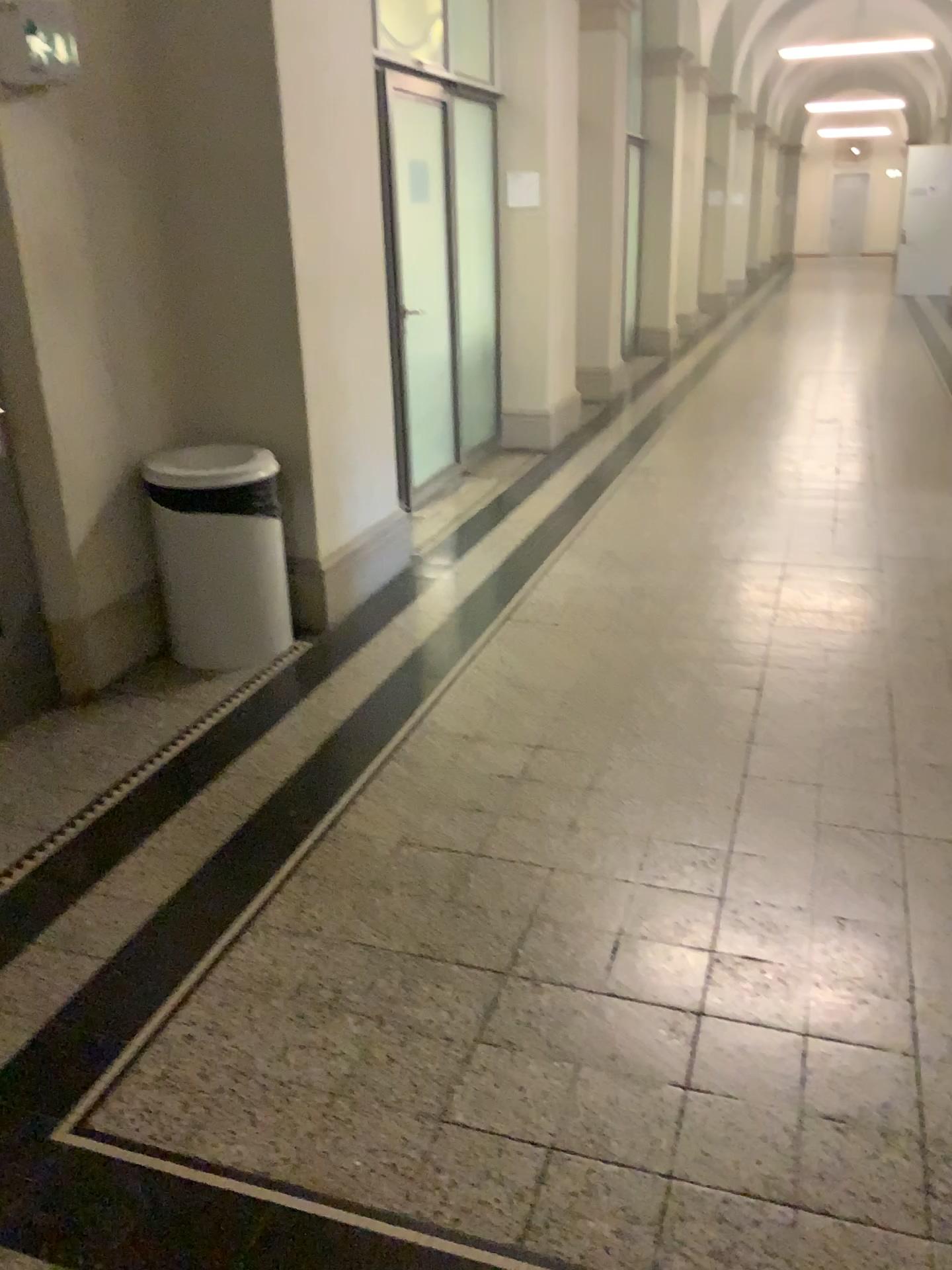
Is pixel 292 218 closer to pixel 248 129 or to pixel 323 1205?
pixel 248 129

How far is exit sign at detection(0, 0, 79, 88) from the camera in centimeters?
287cm

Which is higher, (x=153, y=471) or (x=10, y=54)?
(x=10, y=54)

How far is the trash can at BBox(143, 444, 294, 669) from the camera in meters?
3.6 m

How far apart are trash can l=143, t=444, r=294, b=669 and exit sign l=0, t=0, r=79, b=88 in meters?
1.2 m

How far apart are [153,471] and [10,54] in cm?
127

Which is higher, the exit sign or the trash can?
the exit sign

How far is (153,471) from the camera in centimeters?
360cm

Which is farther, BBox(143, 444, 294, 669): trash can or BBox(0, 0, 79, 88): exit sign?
BBox(143, 444, 294, 669): trash can
